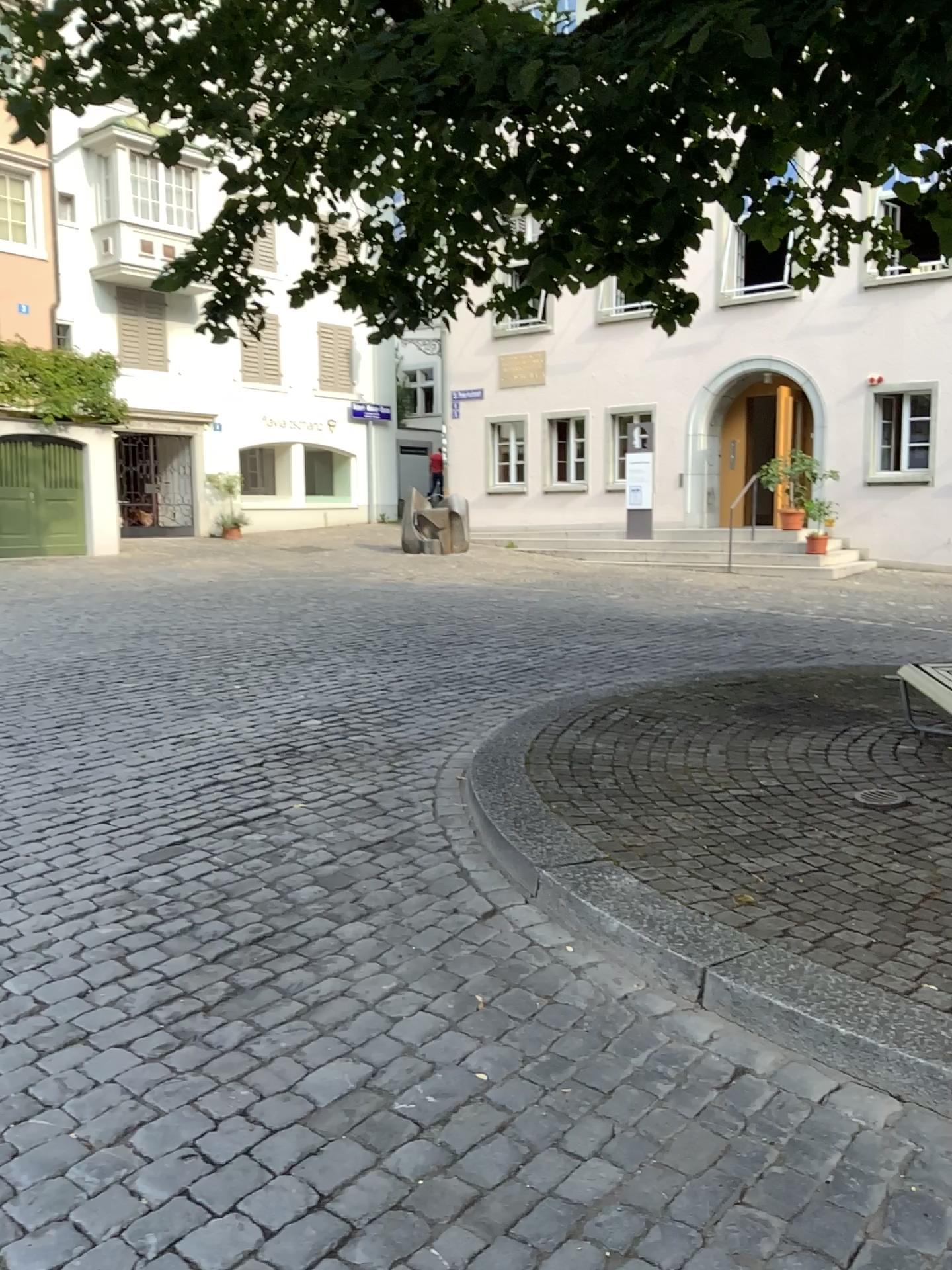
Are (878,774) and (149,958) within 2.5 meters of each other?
no
